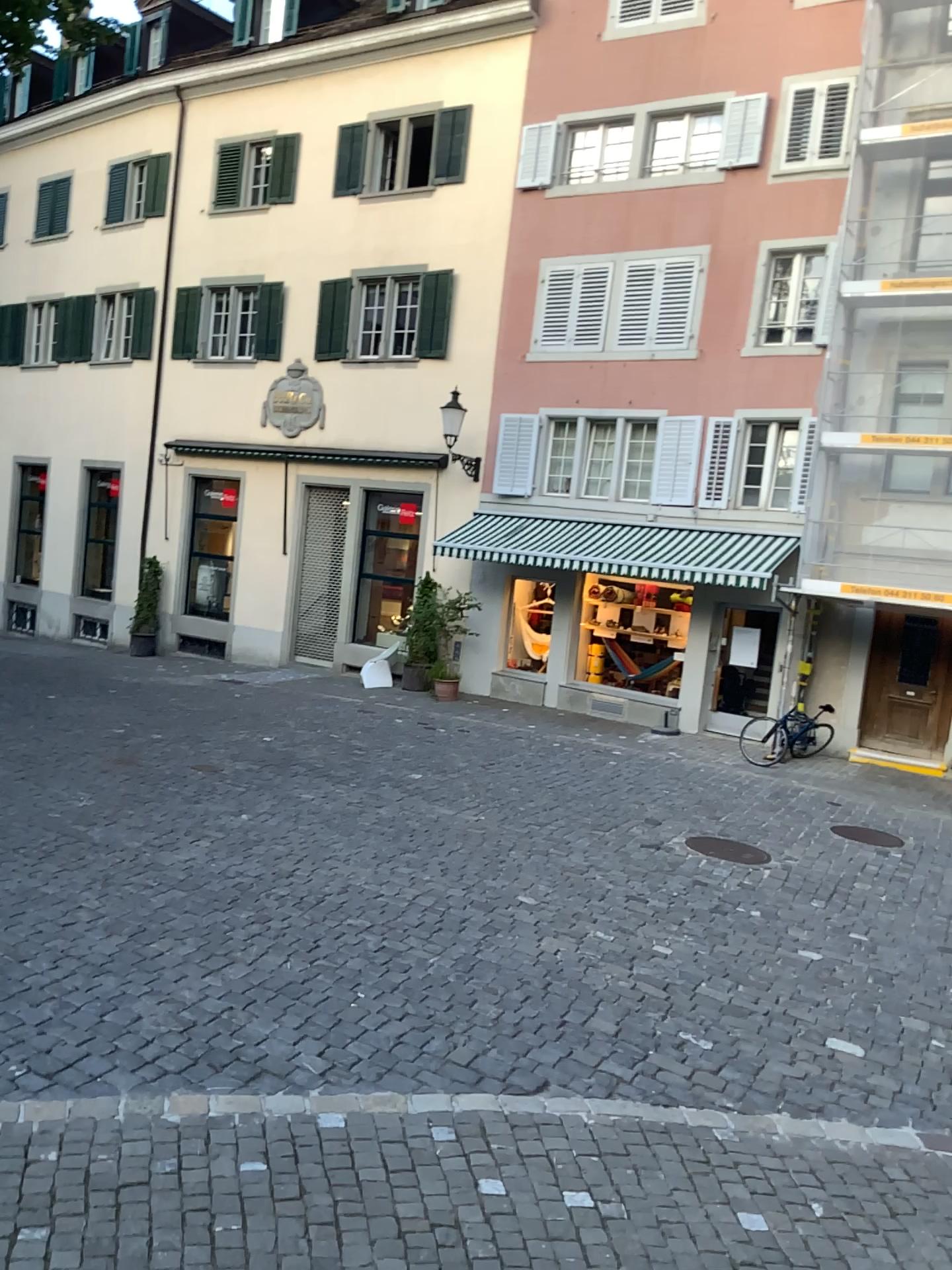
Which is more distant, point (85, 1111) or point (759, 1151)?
point (759, 1151)
